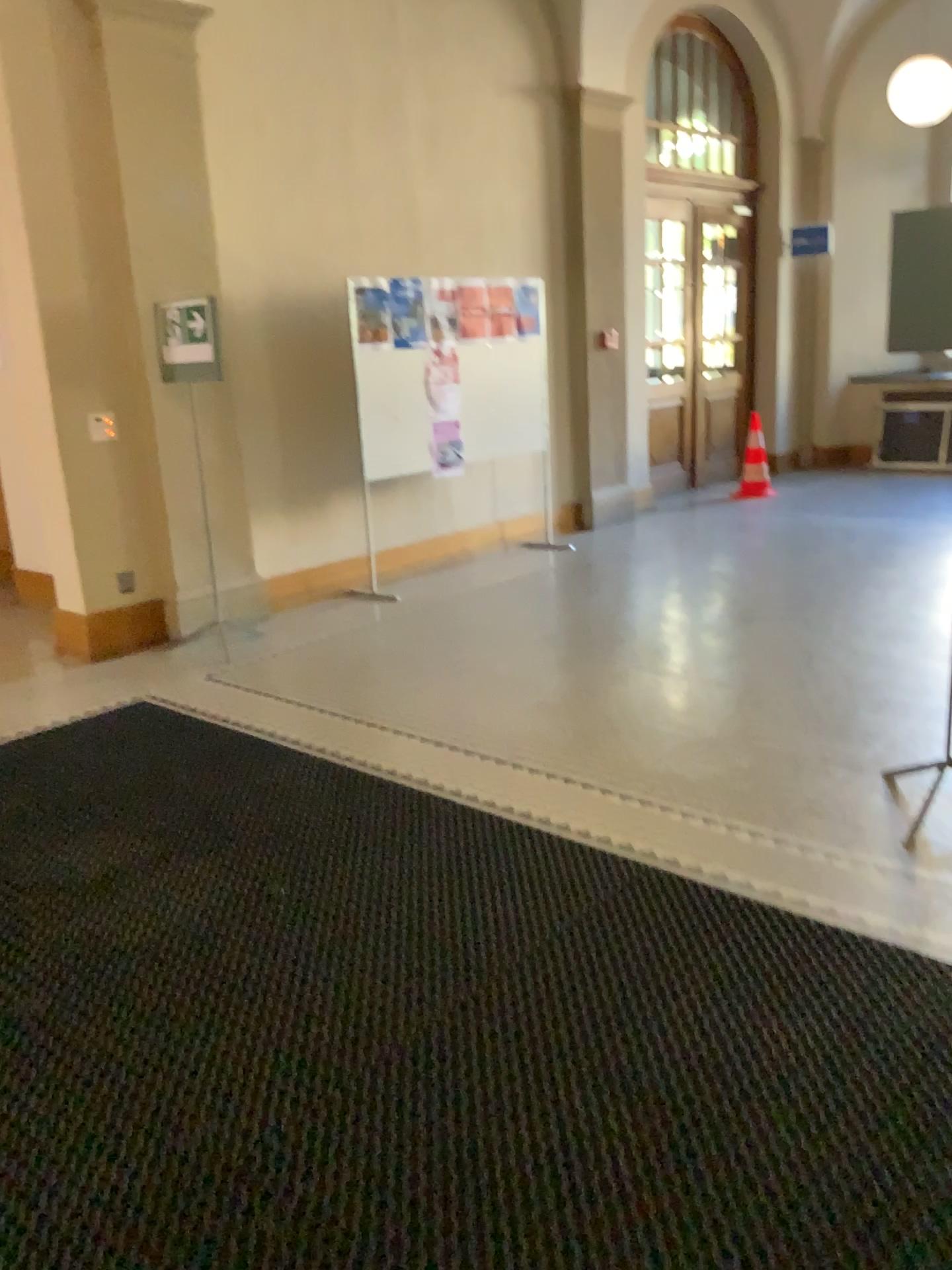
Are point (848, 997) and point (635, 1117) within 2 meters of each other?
yes
